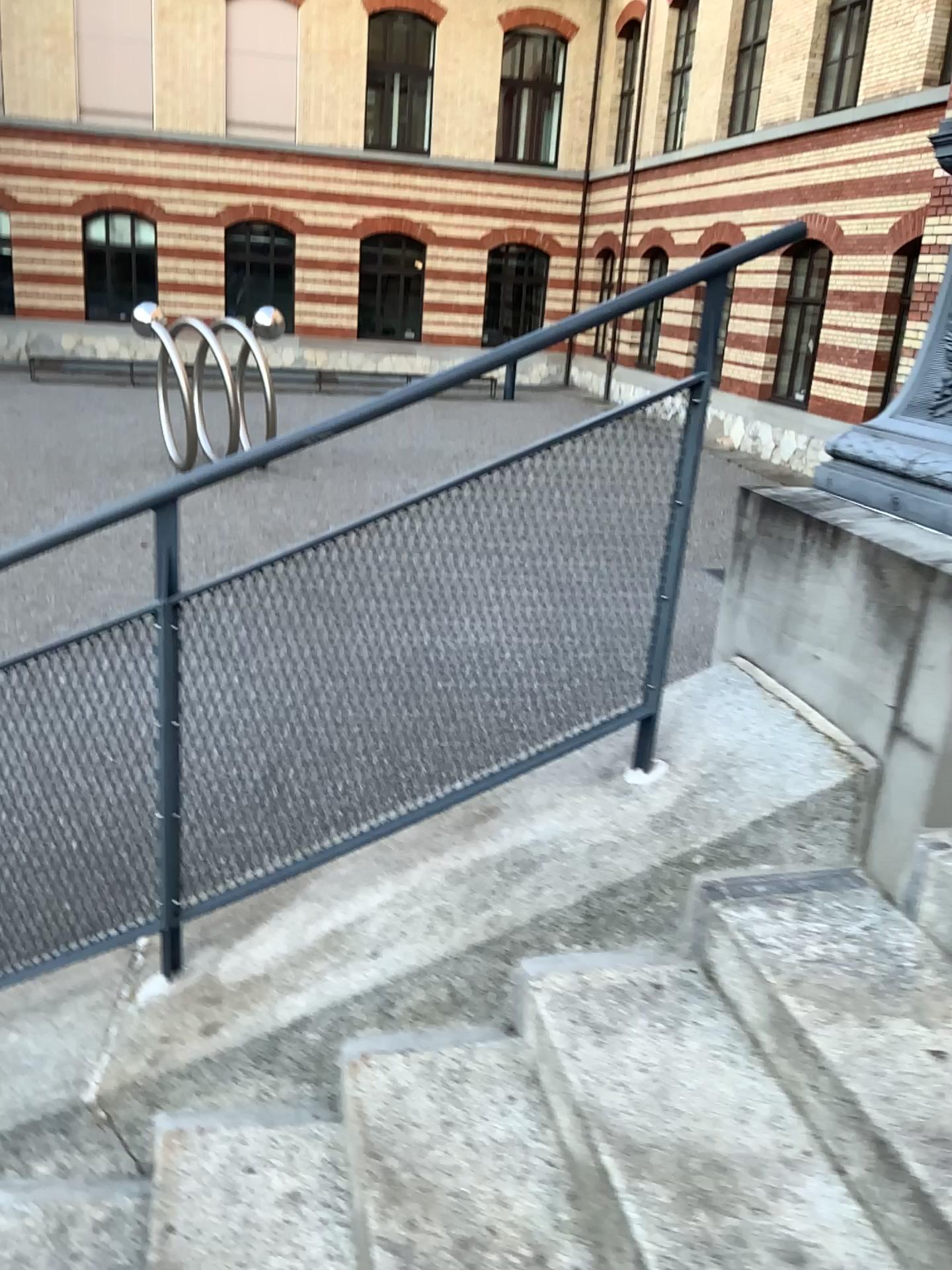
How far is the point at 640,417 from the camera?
1.9 meters

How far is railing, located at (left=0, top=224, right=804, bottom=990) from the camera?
1.94m

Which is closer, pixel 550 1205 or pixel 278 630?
pixel 550 1205
